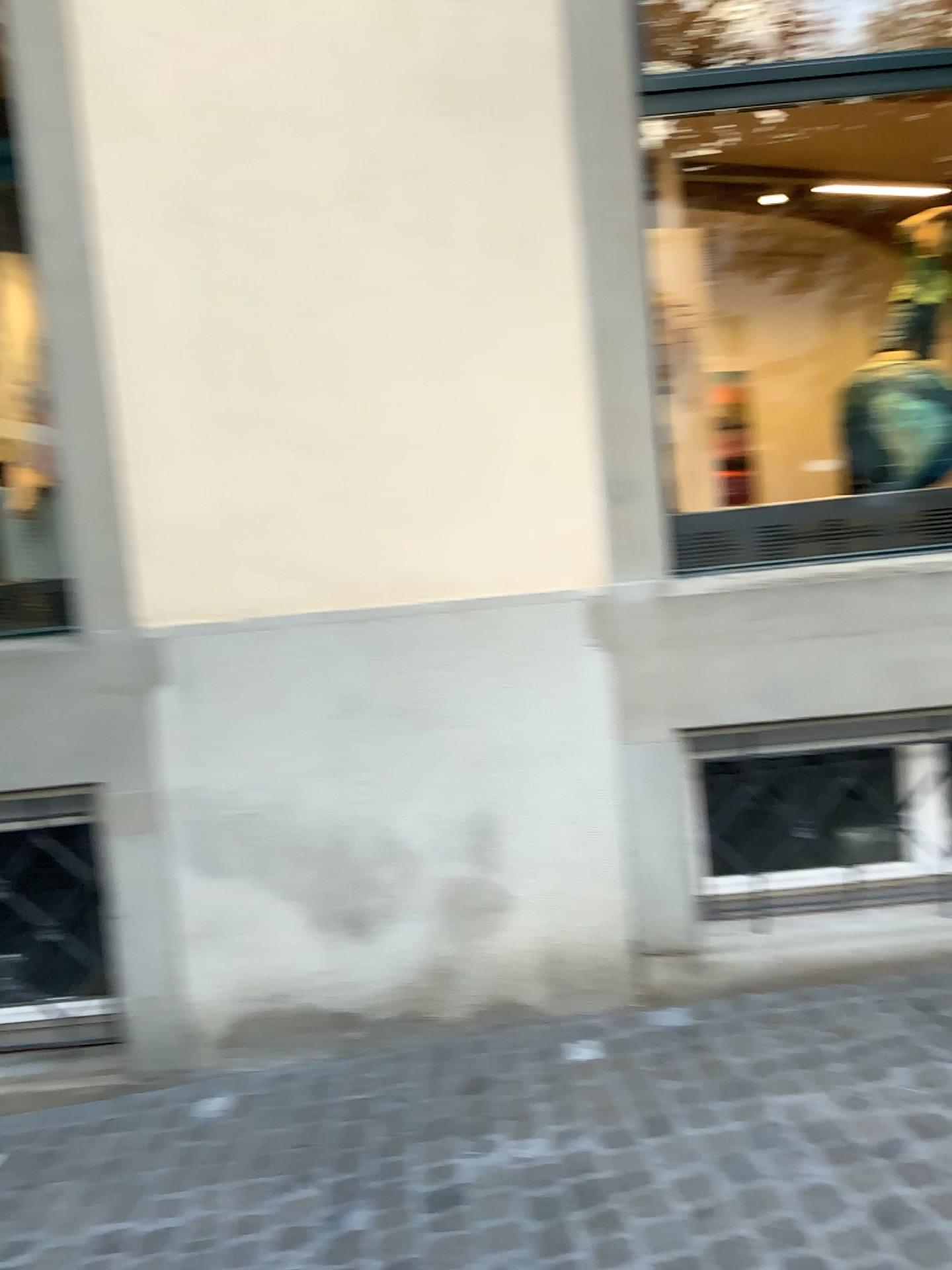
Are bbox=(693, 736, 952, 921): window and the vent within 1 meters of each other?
yes

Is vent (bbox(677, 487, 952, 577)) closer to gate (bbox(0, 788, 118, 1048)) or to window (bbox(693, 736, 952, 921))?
window (bbox(693, 736, 952, 921))

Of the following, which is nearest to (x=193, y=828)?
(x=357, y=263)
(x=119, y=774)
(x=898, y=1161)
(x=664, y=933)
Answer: (x=119, y=774)

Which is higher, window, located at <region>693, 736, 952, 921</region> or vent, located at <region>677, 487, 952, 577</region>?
vent, located at <region>677, 487, 952, 577</region>

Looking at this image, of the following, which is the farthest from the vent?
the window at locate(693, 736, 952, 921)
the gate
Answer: the gate

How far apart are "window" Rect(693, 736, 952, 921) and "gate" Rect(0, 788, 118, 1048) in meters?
1.8 m

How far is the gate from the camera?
3.2 meters

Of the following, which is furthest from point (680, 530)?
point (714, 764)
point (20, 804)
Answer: point (20, 804)

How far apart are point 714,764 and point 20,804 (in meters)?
2.07

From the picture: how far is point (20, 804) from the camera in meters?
3.2 m
